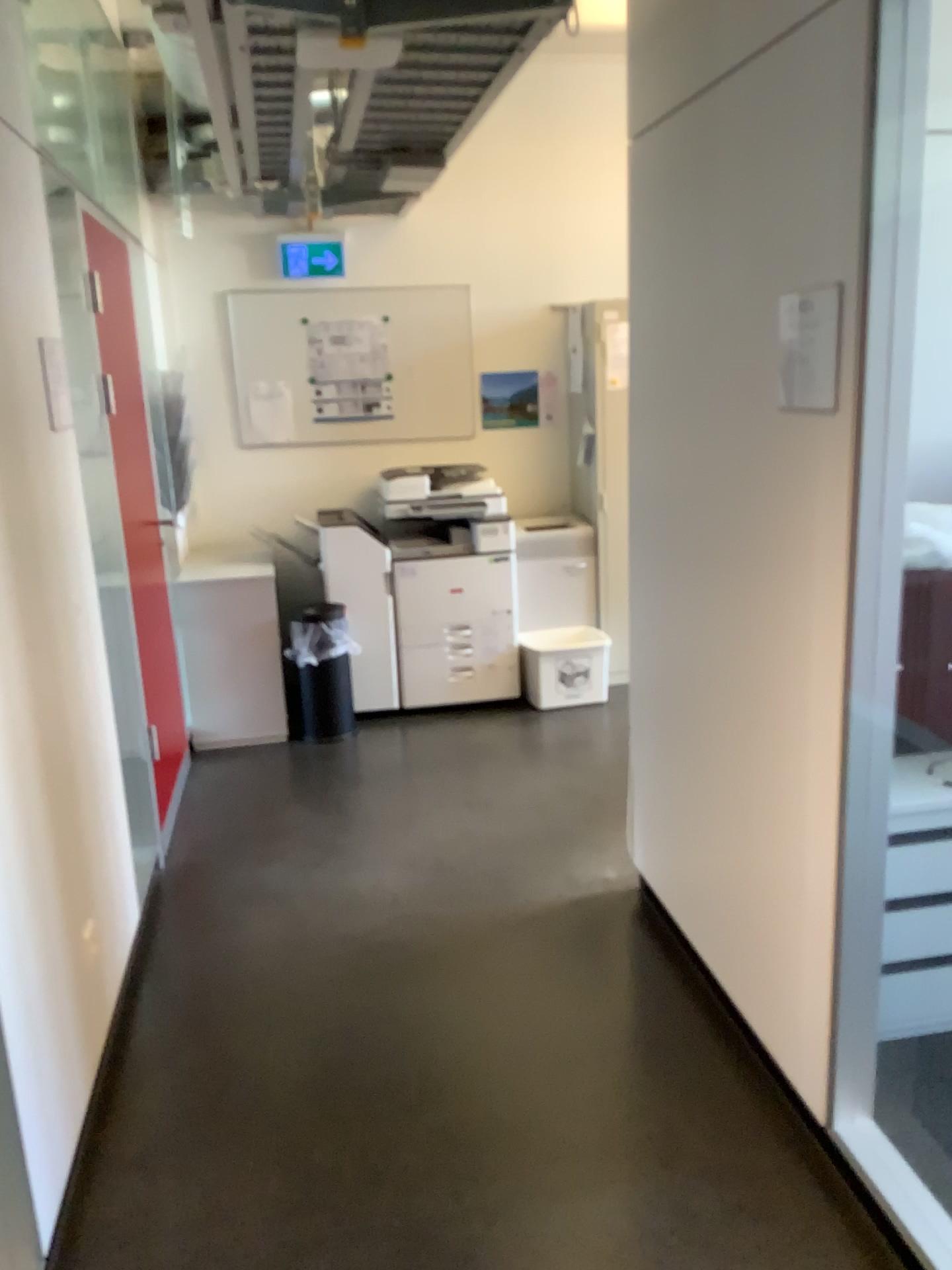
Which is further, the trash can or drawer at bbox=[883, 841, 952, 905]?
the trash can

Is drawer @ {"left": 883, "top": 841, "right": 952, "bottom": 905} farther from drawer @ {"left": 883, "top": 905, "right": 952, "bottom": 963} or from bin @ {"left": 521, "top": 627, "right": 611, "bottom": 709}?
bin @ {"left": 521, "top": 627, "right": 611, "bottom": 709}

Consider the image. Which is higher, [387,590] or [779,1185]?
[387,590]

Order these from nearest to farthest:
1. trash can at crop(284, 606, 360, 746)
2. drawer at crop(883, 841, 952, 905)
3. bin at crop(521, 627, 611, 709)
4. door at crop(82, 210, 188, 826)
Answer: drawer at crop(883, 841, 952, 905) → door at crop(82, 210, 188, 826) → trash can at crop(284, 606, 360, 746) → bin at crop(521, 627, 611, 709)

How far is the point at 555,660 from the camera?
4.9 meters

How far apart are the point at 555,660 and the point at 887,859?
2.73m

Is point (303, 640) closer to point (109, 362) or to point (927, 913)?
point (109, 362)

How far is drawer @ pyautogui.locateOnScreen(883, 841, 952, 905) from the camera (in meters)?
2.27

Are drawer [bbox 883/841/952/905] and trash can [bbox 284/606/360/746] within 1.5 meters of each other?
no

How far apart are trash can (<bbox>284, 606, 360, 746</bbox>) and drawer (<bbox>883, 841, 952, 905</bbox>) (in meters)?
2.86
